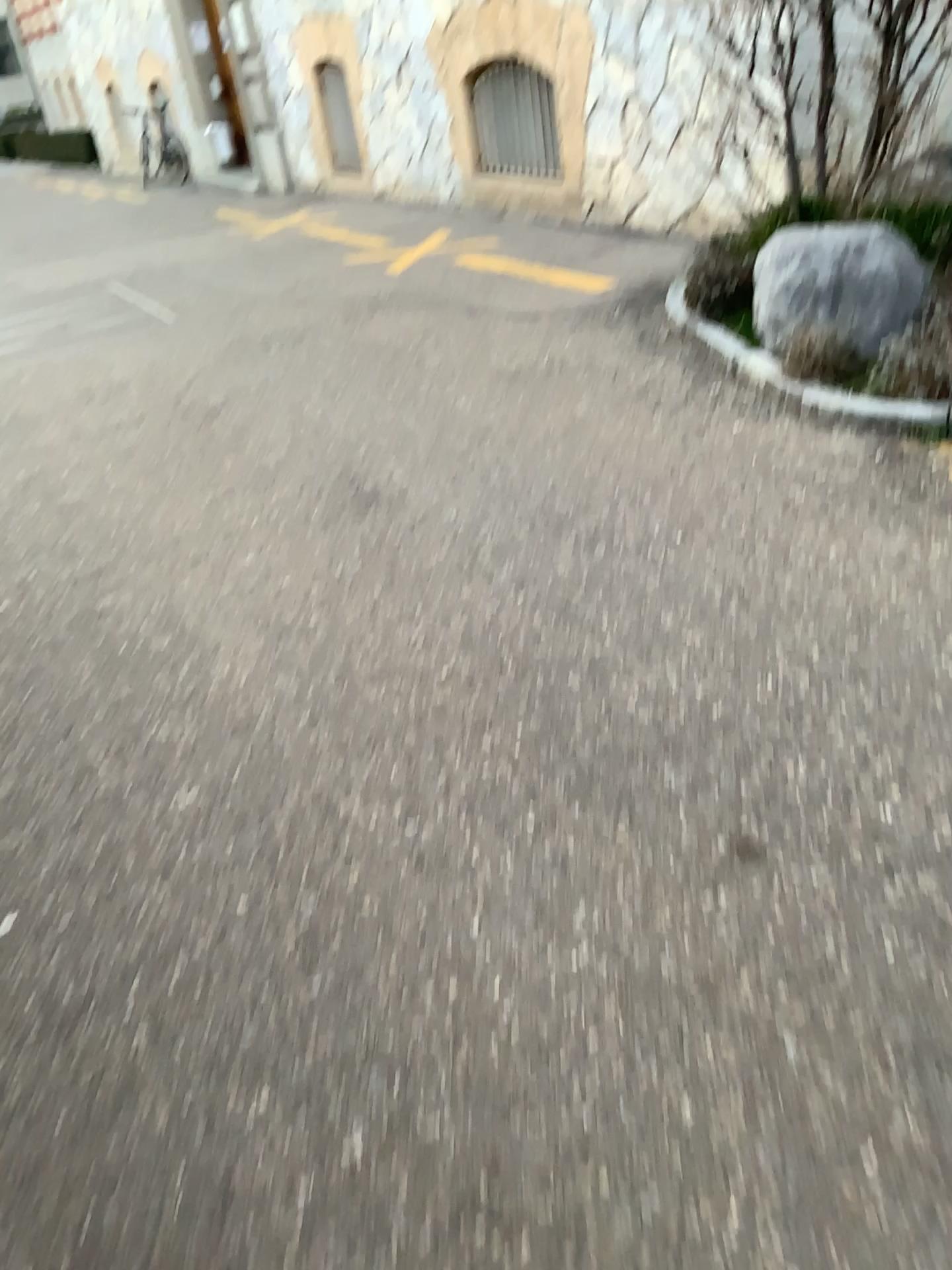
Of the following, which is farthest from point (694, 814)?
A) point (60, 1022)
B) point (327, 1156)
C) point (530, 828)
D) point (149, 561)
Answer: point (149, 561)

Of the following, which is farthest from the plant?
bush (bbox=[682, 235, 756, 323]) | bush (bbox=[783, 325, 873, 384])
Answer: bush (bbox=[682, 235, 756, 323])

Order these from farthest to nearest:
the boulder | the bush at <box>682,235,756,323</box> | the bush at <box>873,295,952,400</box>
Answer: the bush at <box>682,235,756,323</box> → the boulder → the bush at <box>873,295,952,400</box>

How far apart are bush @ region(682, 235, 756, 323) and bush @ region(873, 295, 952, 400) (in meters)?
1.01

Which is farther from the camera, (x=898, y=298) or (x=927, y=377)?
(x=898, y=298)

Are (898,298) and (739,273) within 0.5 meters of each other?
no

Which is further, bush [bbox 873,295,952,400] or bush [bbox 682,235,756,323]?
bush [bbox 682,235,756,323]

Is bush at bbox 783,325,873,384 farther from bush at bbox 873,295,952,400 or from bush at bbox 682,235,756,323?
bush at bbox 682,235,756,323

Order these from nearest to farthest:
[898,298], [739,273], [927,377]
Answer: [927,377] < [898,298] < [739,273]

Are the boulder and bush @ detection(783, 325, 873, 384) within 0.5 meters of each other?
yes
